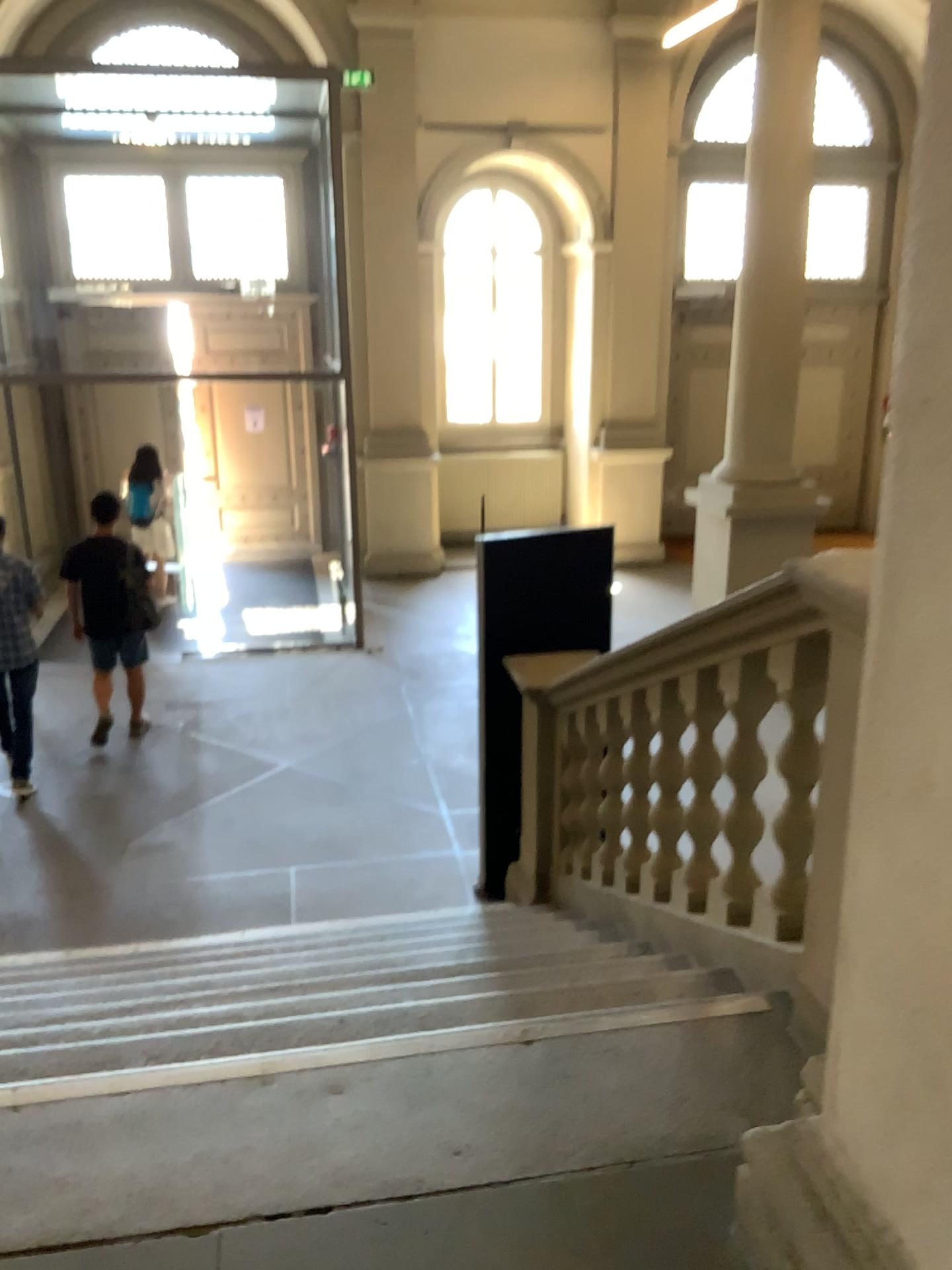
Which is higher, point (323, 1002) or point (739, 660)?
point (739, 660)

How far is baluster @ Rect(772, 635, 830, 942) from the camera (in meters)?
Answer: 2.35

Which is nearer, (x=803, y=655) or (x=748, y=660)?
(x=803, y=655)

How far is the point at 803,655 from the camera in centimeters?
235cm

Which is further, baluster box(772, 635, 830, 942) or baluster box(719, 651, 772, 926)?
baluster box(719, 651, 772, 926)
